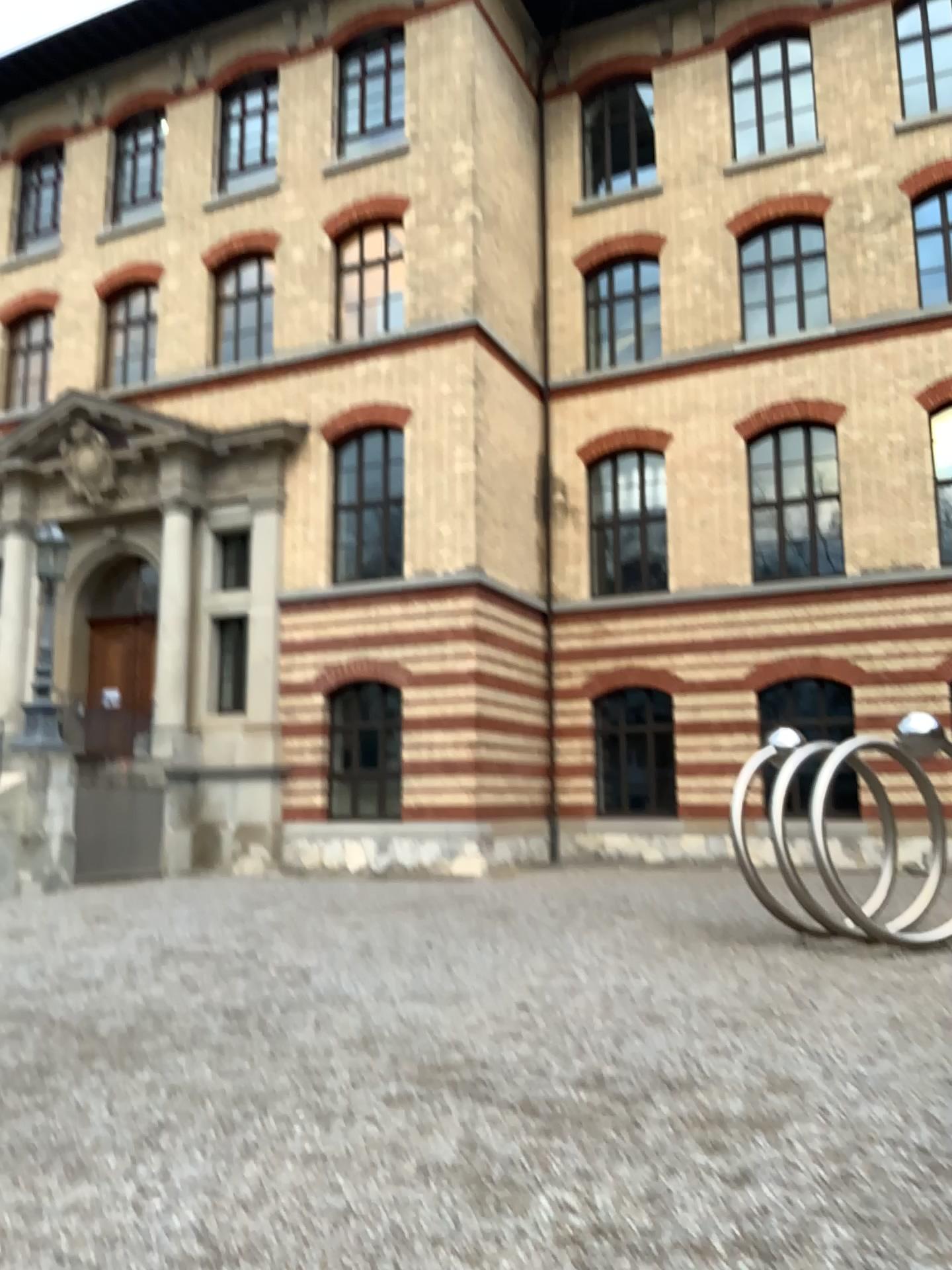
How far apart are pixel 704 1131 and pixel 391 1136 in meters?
1.4 m
